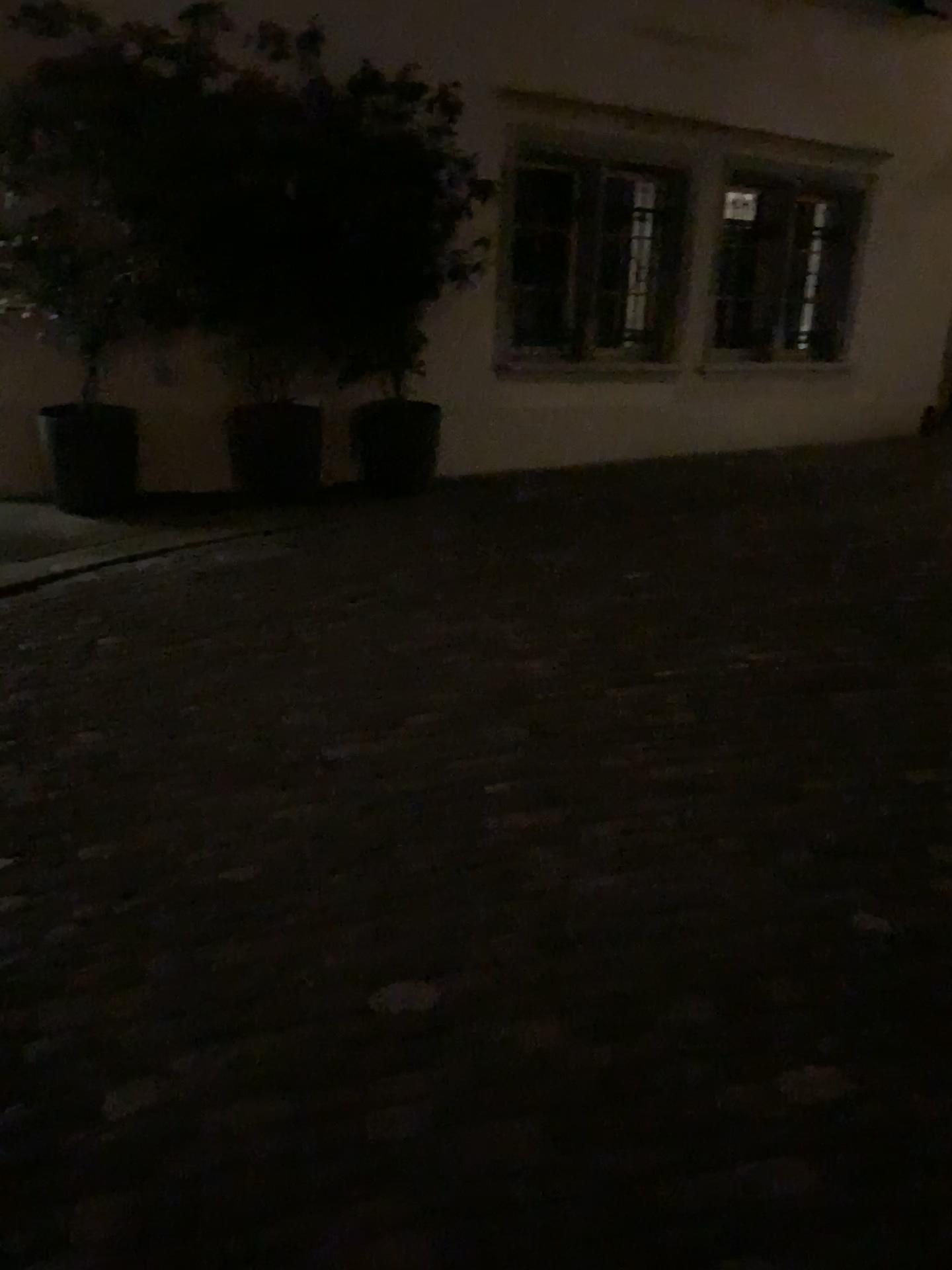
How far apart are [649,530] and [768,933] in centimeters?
381cm
